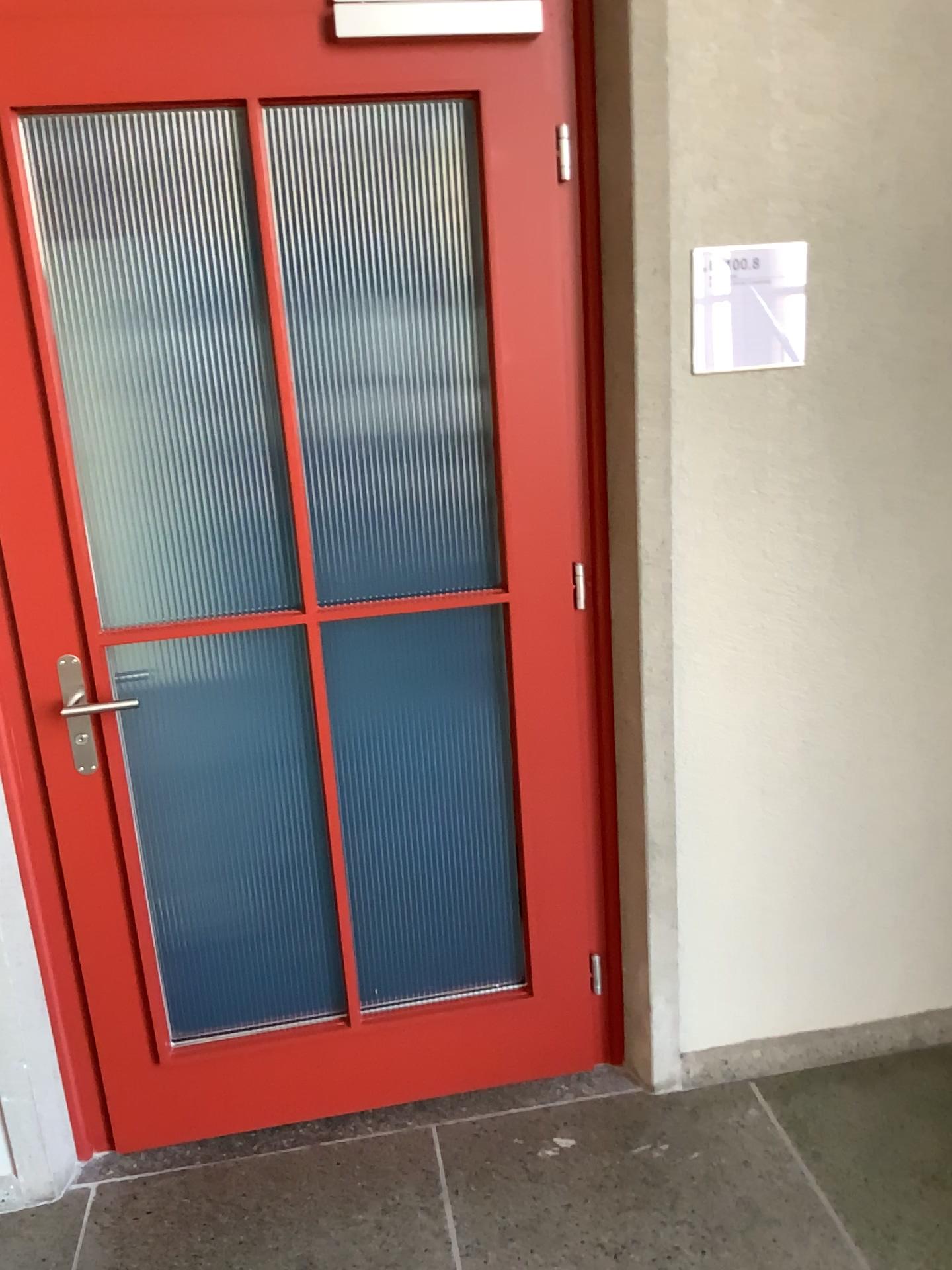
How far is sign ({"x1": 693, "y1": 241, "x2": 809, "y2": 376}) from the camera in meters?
1.9 m

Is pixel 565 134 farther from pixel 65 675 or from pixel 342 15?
pixel 65 675

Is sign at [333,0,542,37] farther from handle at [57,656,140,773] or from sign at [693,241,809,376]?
handle at [57,656,140,773]

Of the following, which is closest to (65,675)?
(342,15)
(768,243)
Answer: (342,15)

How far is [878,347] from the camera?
1.97m

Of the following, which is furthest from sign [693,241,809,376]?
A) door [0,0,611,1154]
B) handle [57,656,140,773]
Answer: handle [57,656,140,773]

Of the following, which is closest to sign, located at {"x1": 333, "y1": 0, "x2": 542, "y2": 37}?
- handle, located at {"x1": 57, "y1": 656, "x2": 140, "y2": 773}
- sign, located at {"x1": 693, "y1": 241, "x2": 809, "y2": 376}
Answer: sign, located at {"x1": 693, "y1": 241, "x2": 809, "y2": 376}

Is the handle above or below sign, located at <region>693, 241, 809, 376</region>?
below

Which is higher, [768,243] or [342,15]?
[342,15]

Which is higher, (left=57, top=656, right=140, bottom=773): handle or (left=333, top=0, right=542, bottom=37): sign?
(left=333, top=0, right=542, bottom=37): sign
